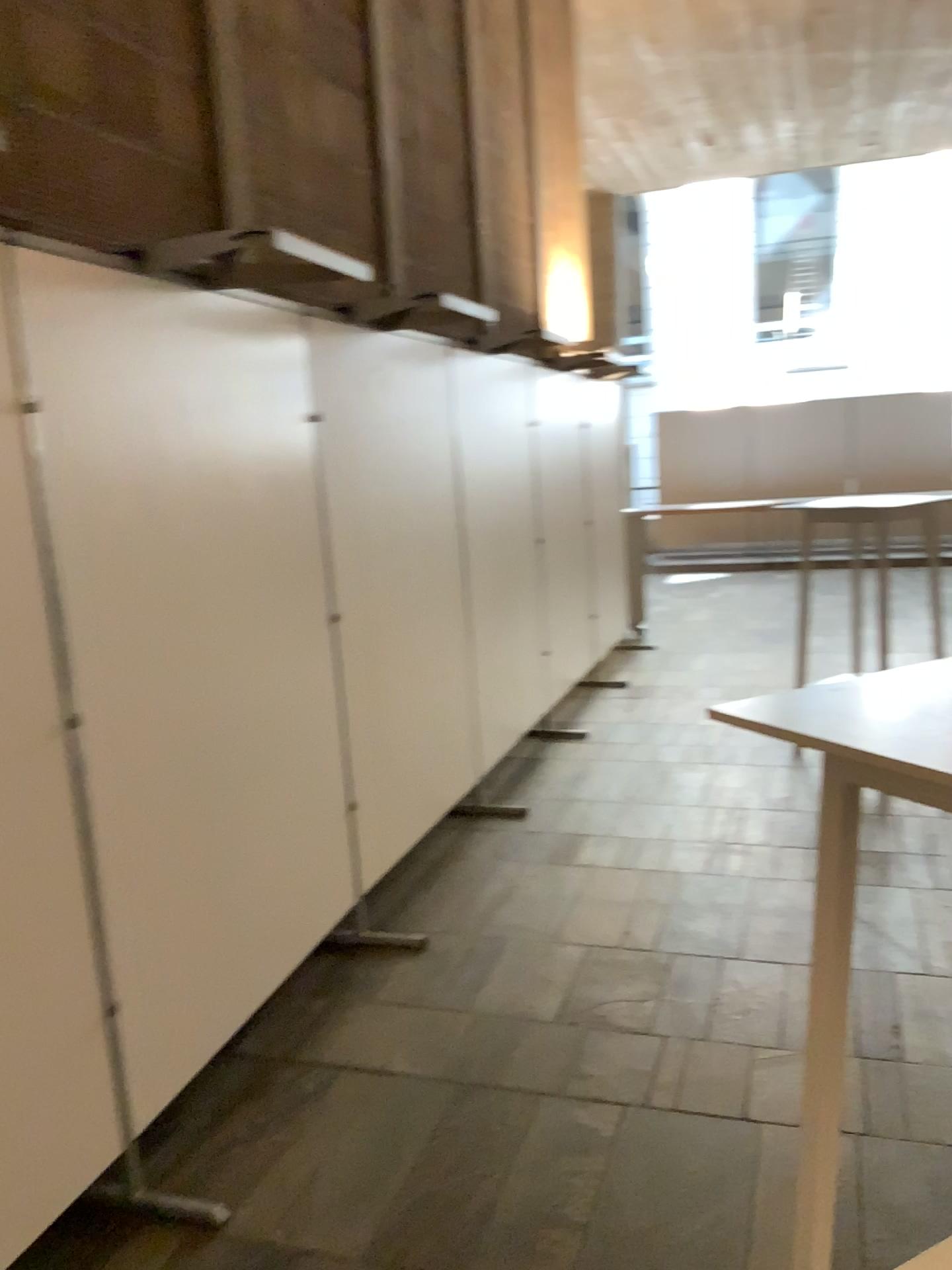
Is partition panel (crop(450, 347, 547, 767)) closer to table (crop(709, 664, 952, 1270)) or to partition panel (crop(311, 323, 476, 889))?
partition panel (crop(311, 323, 476, 889))

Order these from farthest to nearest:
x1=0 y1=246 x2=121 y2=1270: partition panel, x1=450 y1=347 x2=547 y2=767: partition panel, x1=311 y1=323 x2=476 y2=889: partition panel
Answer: x1=450 y1=347 x2=547 y2=767: partition panel → x1=311 y1=323 x2=476 y2=889: partition panel → x1=0 y1=246 x2=121 y2=1270: partition panel

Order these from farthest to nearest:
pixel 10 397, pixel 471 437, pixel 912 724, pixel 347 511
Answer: pixel 471 437, pixel 347 511, pixel 10 397, pixel 912 724

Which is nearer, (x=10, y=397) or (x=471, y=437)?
(x=10, y=397)

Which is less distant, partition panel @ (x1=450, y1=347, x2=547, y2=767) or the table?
the table

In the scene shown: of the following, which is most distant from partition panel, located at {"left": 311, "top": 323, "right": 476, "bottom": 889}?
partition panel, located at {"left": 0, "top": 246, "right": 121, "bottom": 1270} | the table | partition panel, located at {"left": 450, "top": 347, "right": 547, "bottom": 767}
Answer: the table

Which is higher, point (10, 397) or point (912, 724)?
point (10, 397)

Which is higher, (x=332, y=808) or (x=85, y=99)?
(x=85, y=99)

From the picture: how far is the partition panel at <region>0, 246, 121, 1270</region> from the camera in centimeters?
188cm
